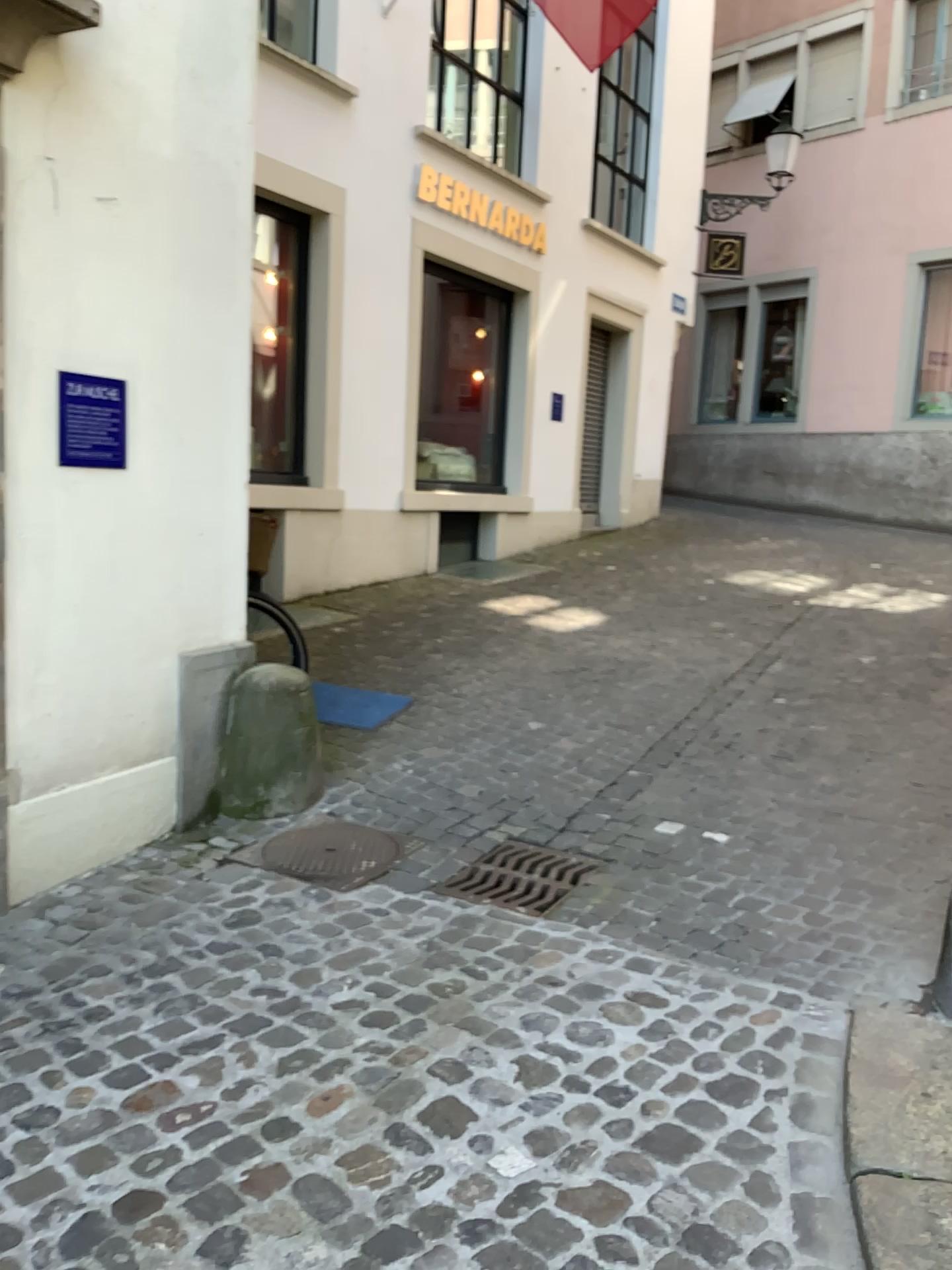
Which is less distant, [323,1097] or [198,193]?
[323,1097]

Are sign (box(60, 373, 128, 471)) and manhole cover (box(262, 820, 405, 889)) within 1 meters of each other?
no

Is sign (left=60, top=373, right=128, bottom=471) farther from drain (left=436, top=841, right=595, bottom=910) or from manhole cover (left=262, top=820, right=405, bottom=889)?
drain (left=436, top=841, right=595, bottom=910)

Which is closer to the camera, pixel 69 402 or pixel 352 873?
pixel 69 402

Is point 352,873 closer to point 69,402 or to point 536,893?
point 536,893

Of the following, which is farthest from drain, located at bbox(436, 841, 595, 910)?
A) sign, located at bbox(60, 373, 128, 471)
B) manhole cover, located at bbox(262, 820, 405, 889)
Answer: sign, located at bbox(60, 373, 128, 471)

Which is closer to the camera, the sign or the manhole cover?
the sign

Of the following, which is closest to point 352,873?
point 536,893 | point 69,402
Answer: point 536,893

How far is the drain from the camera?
3.4m

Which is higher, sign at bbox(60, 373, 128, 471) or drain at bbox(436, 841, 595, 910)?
sign at bbox(60, 373, 128, 471)
